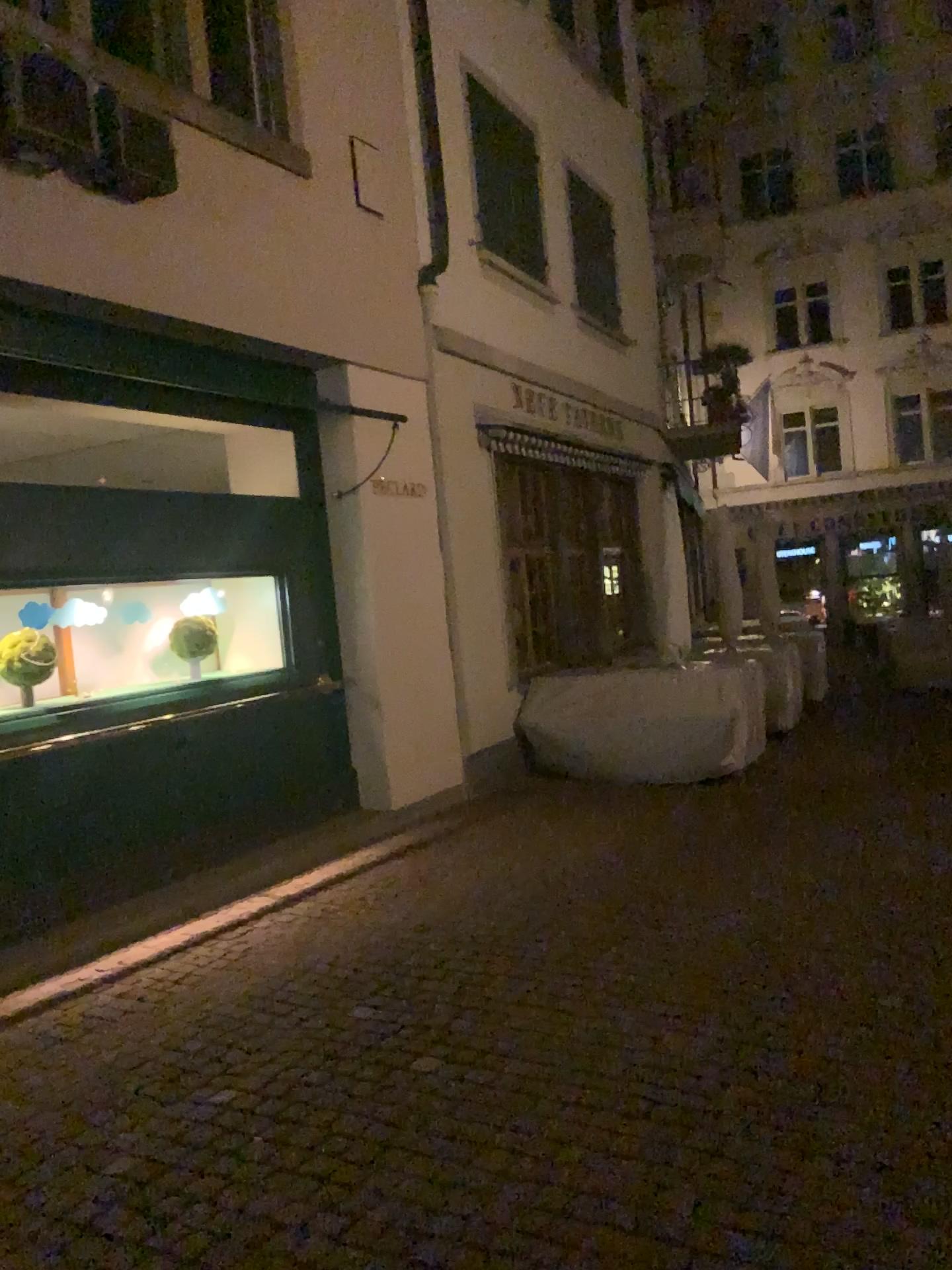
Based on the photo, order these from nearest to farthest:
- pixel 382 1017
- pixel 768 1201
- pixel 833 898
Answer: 1. pixel 768 1201
2. pixel 382 1017
3. pixel 833 898
